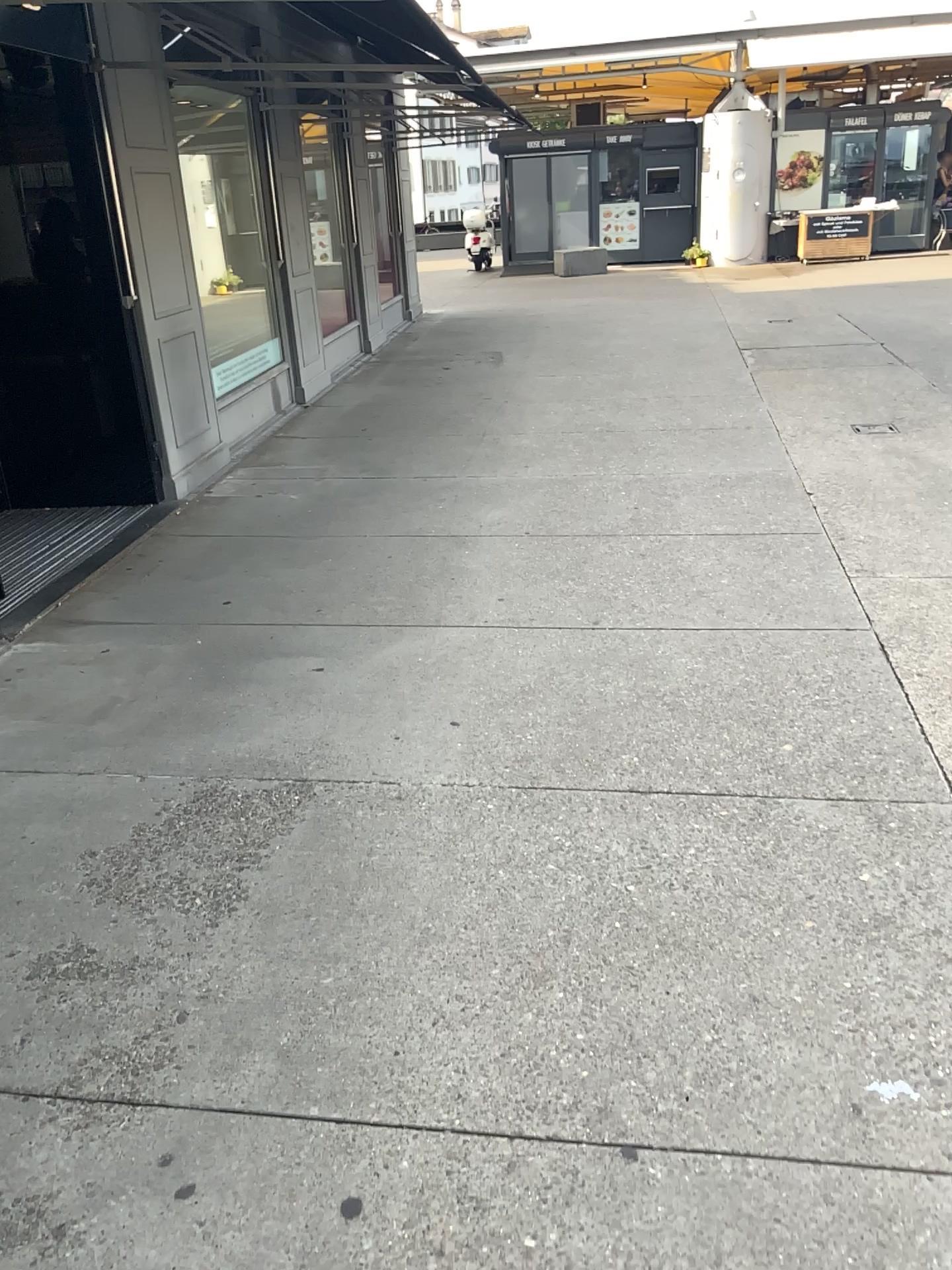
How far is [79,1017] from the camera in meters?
2.1 m
